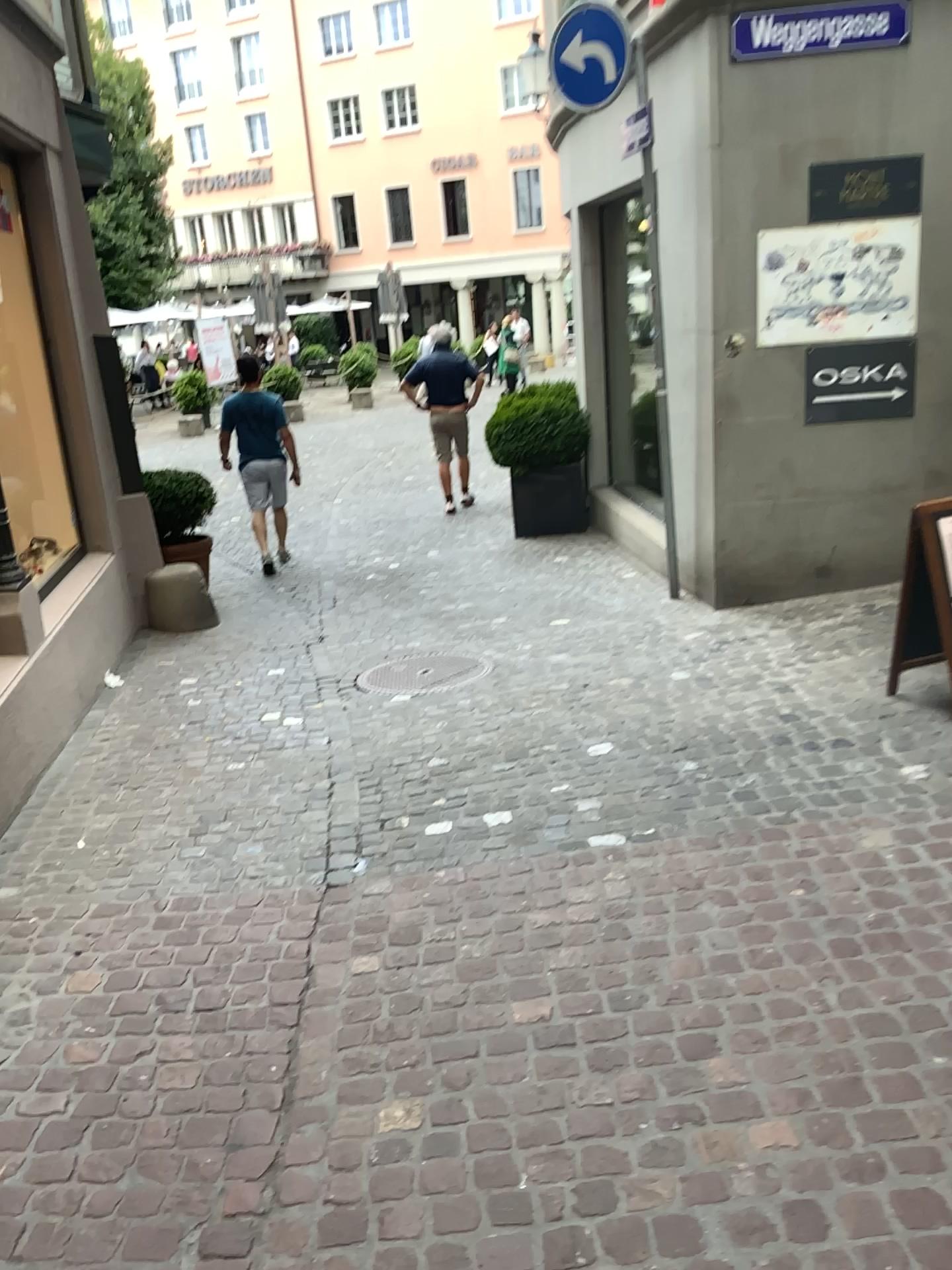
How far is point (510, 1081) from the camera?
2.37m
